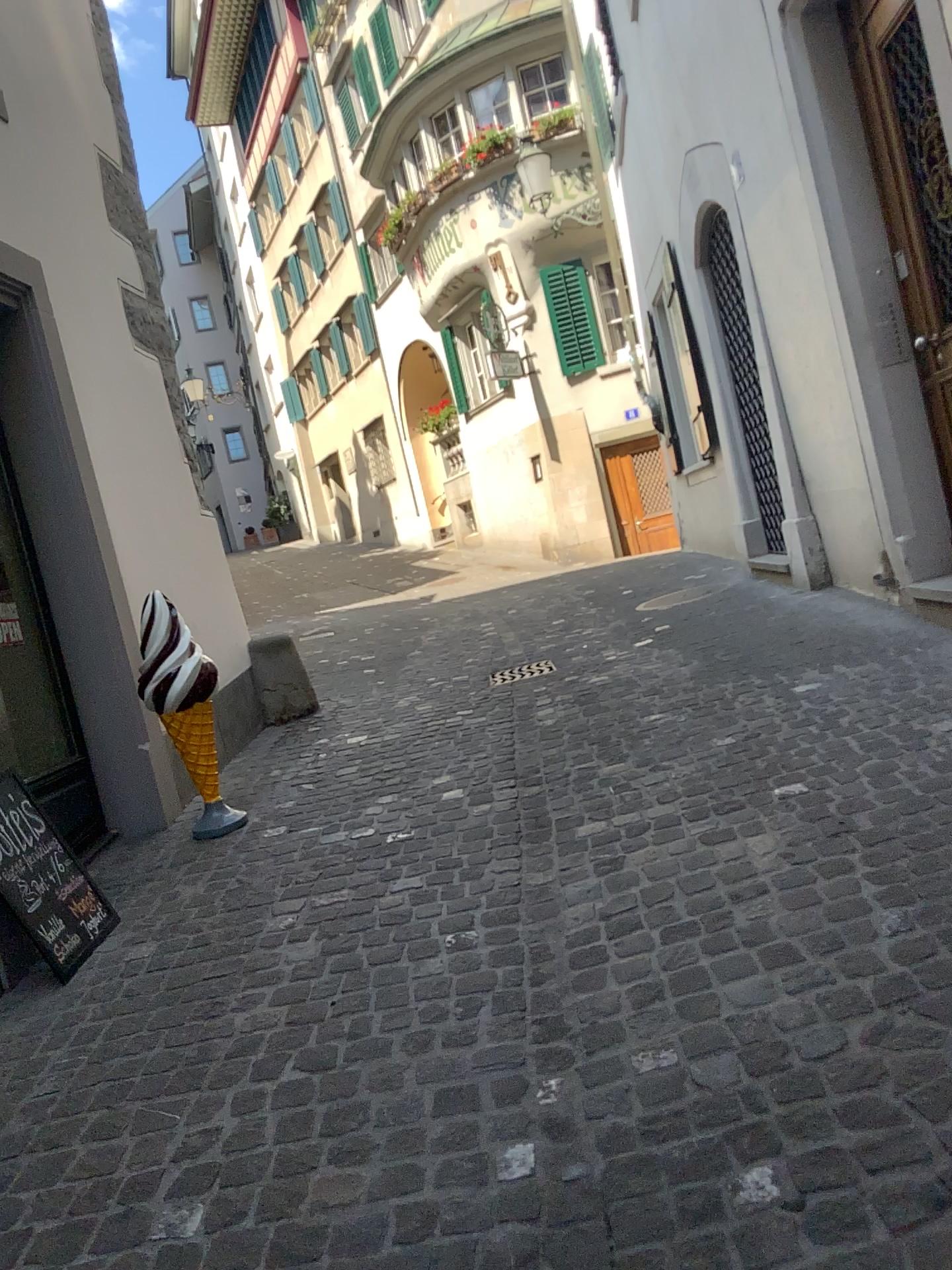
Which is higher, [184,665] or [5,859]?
[184,665]

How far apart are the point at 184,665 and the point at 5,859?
1.1m

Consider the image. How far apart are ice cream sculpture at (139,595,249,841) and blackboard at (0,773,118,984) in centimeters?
73cm

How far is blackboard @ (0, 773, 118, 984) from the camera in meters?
3.1 m

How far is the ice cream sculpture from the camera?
3.97m

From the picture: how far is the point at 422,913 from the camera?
2.95m

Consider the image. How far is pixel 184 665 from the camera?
4.0 meters

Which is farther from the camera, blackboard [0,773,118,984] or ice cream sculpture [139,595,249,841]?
ice cream sculpture [139,595,249,841]
